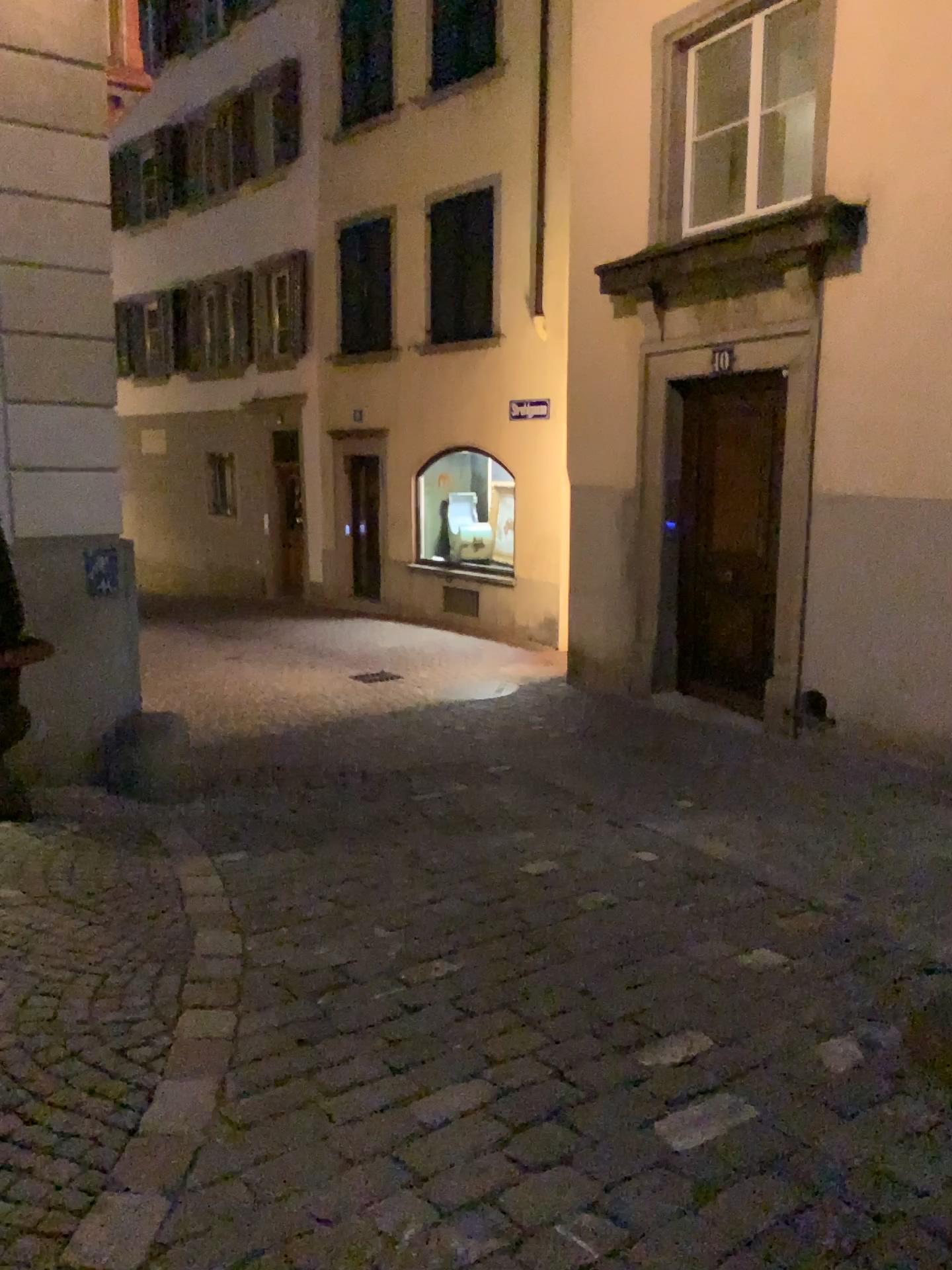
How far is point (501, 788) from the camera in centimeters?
540cm
